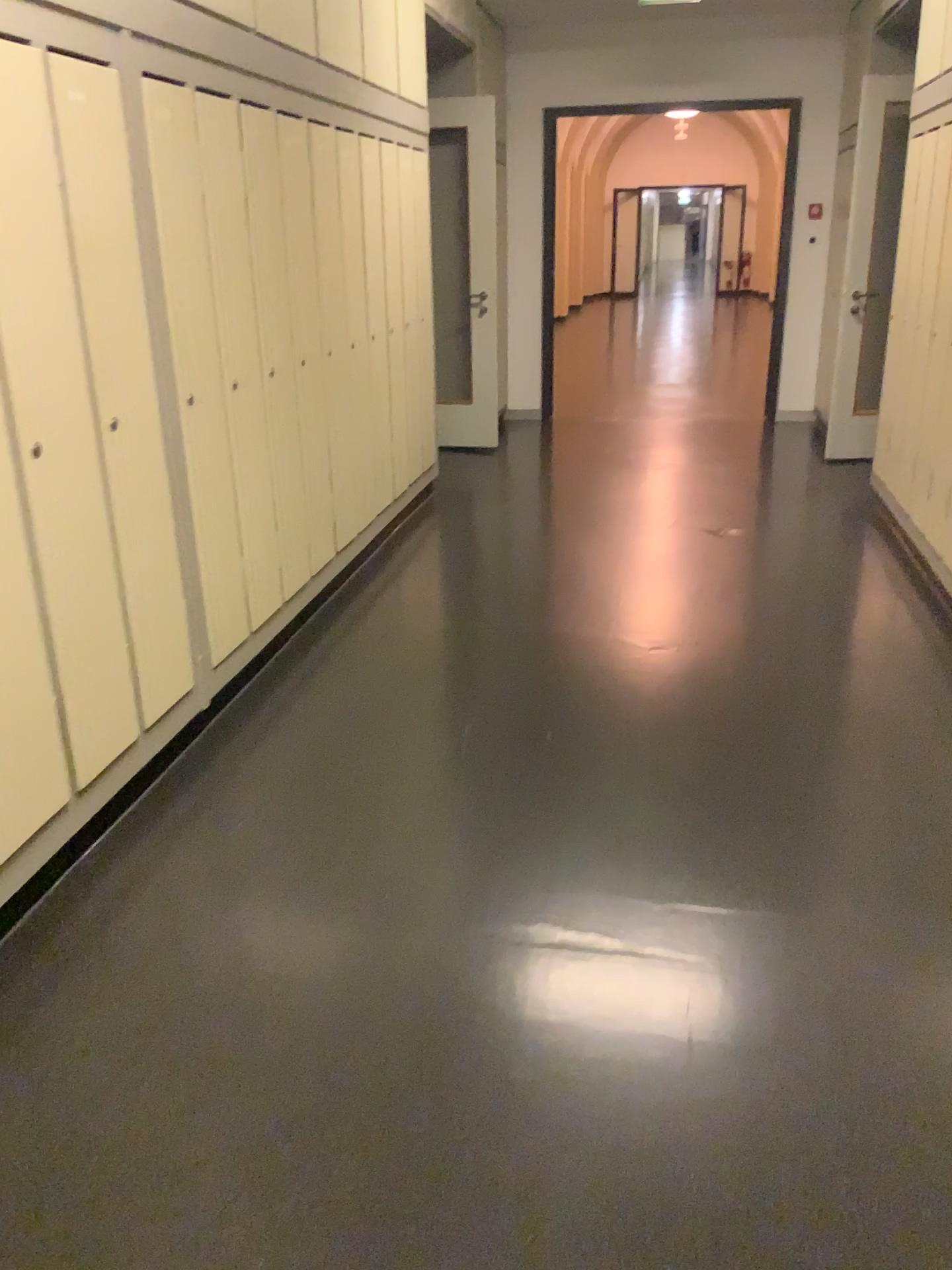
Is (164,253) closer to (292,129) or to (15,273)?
(15,273)

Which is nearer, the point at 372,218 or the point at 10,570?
the point at 10,570

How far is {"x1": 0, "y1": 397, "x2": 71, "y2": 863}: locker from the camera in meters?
2.1 m

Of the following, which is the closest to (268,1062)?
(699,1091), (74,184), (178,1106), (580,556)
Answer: (178,1106)

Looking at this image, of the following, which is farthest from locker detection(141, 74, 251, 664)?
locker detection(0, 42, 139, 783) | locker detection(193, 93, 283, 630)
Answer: locker detection(0, 42, 139, 783)

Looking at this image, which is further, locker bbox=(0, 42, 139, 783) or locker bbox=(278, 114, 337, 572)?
locker bbox=(278, 114, 337, 572)

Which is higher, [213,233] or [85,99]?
[85,99]

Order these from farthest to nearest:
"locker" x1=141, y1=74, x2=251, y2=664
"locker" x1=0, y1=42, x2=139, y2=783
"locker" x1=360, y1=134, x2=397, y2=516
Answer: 1. "locker" x1=360, y1=134, x2=397, y2=516
2. "locker" x1=141, y1=74, x2=251, y2=664
3. "locker" x1=0, y1=42, x2=139, y2=783

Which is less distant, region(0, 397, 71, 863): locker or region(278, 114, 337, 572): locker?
region(0, 397, 71, 863): locker

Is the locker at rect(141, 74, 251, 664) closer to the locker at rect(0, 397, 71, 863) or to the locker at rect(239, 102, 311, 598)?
the locker at rect(239, 102, 311, 598)
